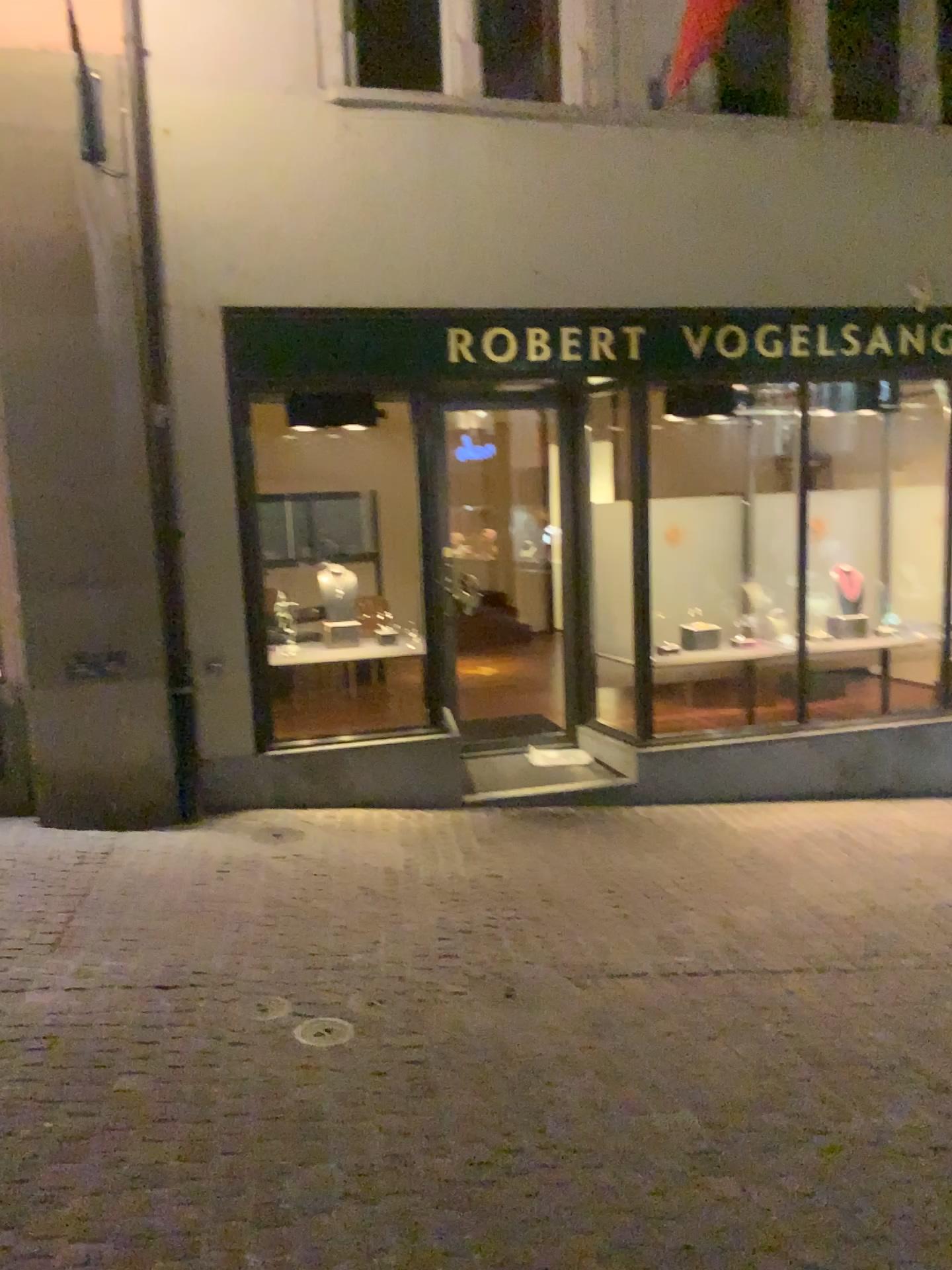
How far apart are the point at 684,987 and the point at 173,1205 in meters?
2.0
